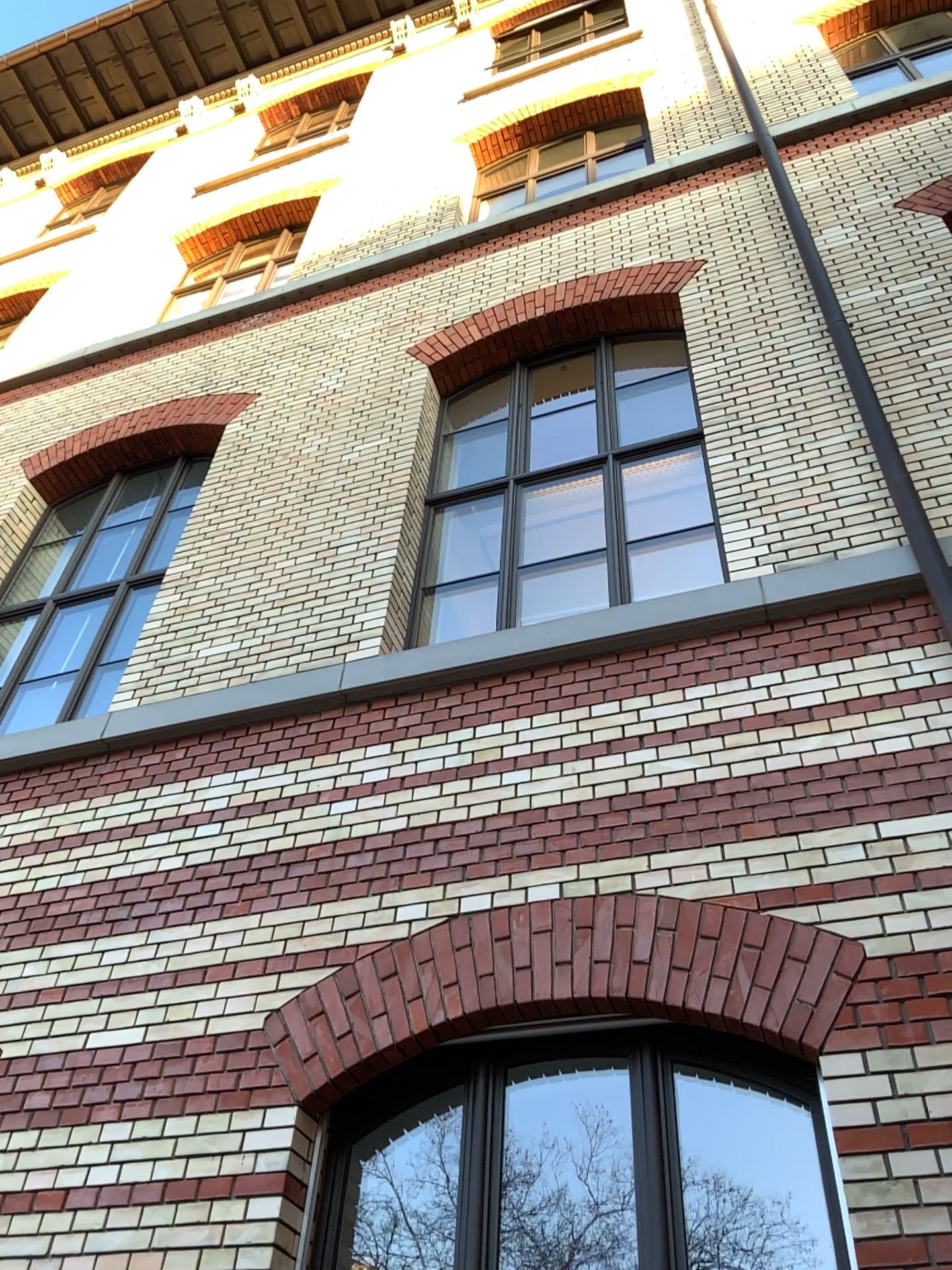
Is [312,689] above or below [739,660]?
above
